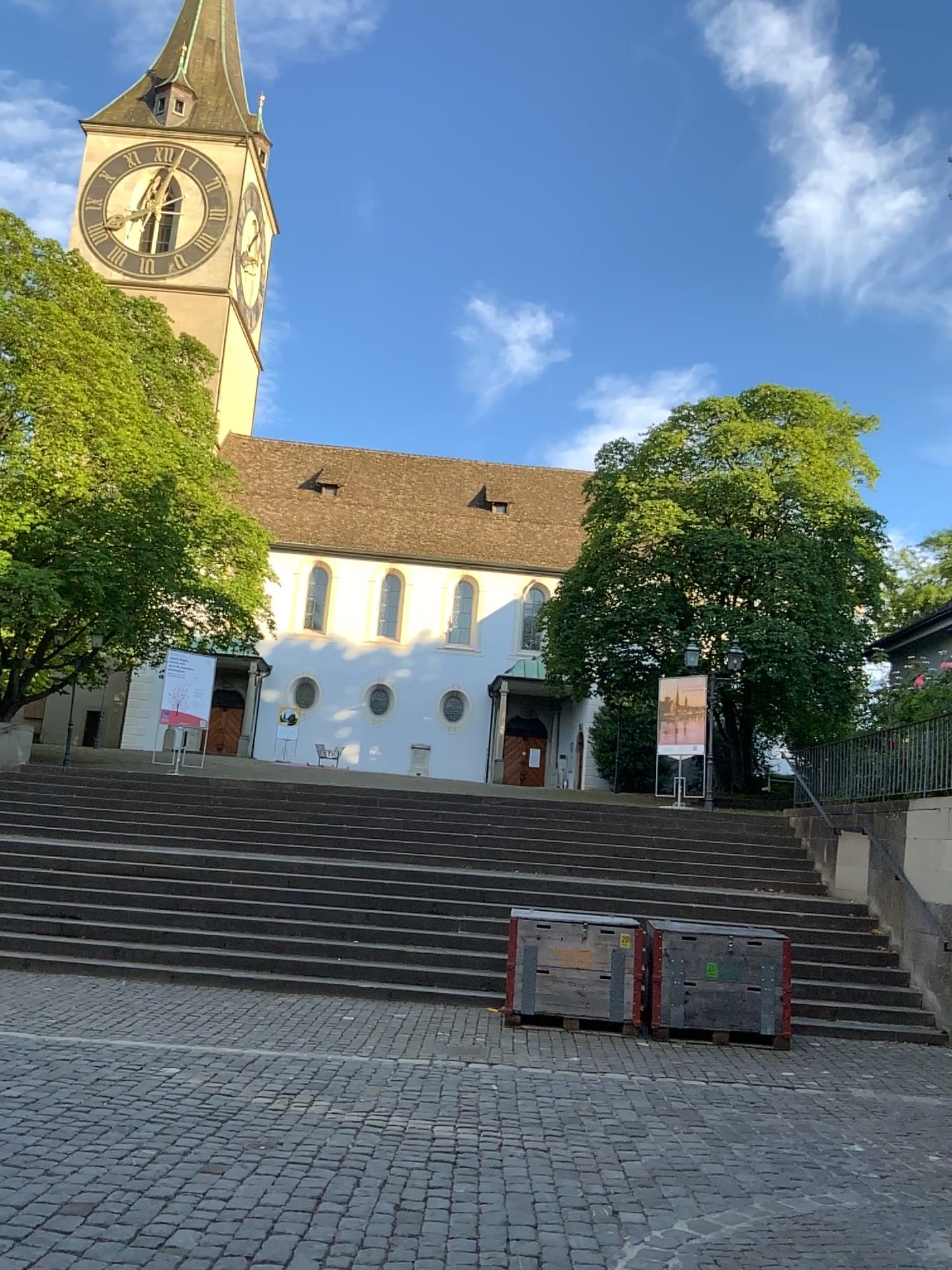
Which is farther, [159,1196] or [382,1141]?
[382,1141]
